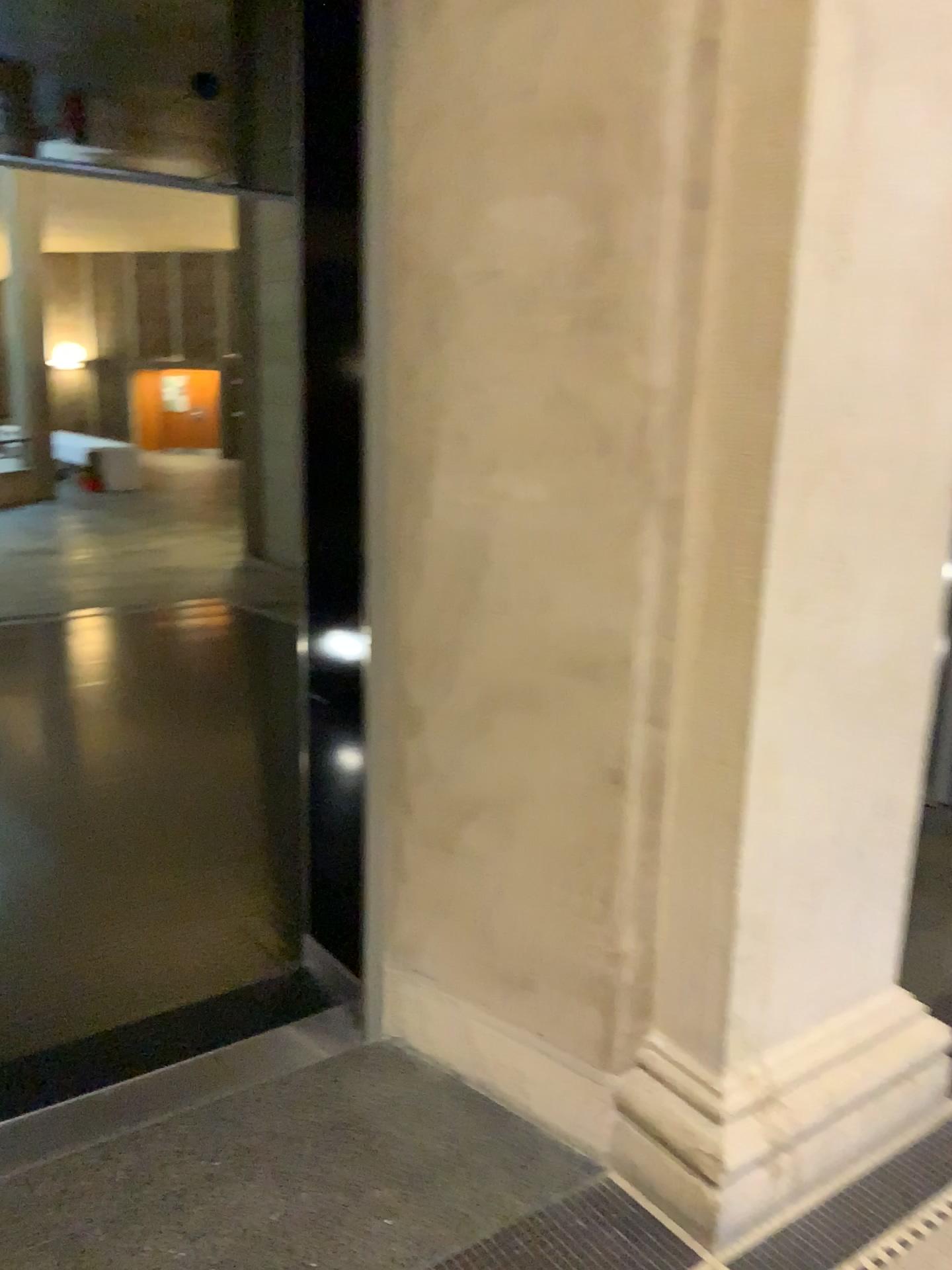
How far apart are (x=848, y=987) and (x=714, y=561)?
1.0 meters

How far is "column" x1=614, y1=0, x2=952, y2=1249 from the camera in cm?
169

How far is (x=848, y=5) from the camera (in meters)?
1.69
